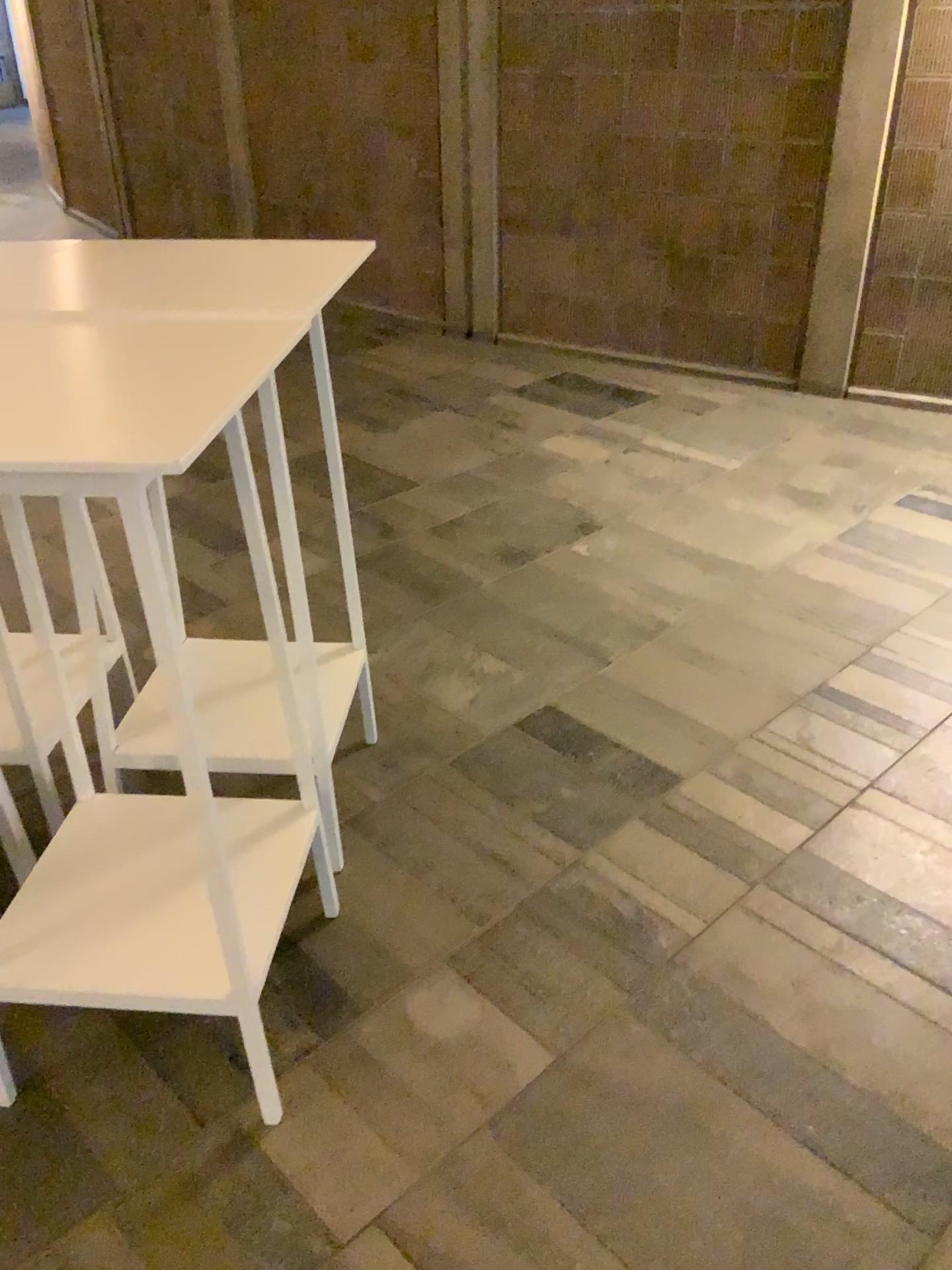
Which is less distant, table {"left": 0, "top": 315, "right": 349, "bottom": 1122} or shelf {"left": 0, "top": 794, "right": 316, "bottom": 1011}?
table {"left": 0, "top": 315, "right": 349, "bottom": 1122}

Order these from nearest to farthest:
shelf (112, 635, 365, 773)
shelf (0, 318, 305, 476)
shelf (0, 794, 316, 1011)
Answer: shelf (0, 318, 305, 476), shelf (0, 794, 316, 1011), shelf (112, 635, 365, 773)

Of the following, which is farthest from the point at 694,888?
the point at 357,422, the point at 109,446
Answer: the point at 357,422

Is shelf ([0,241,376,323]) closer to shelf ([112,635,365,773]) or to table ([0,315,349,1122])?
table ([0,315,349,1122])

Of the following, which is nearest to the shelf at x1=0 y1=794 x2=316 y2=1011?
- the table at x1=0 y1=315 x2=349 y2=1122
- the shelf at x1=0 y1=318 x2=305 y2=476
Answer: the table at x1=0 y1=315 x2=349 y2=1122

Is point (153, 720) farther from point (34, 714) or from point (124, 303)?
point (124, 303)

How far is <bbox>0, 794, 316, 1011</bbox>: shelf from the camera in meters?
1.6

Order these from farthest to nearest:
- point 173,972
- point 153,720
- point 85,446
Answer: point 153,720
point 173,972
point 85,446

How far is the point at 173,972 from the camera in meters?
1.6

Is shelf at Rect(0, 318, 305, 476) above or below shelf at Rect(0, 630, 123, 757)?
above
